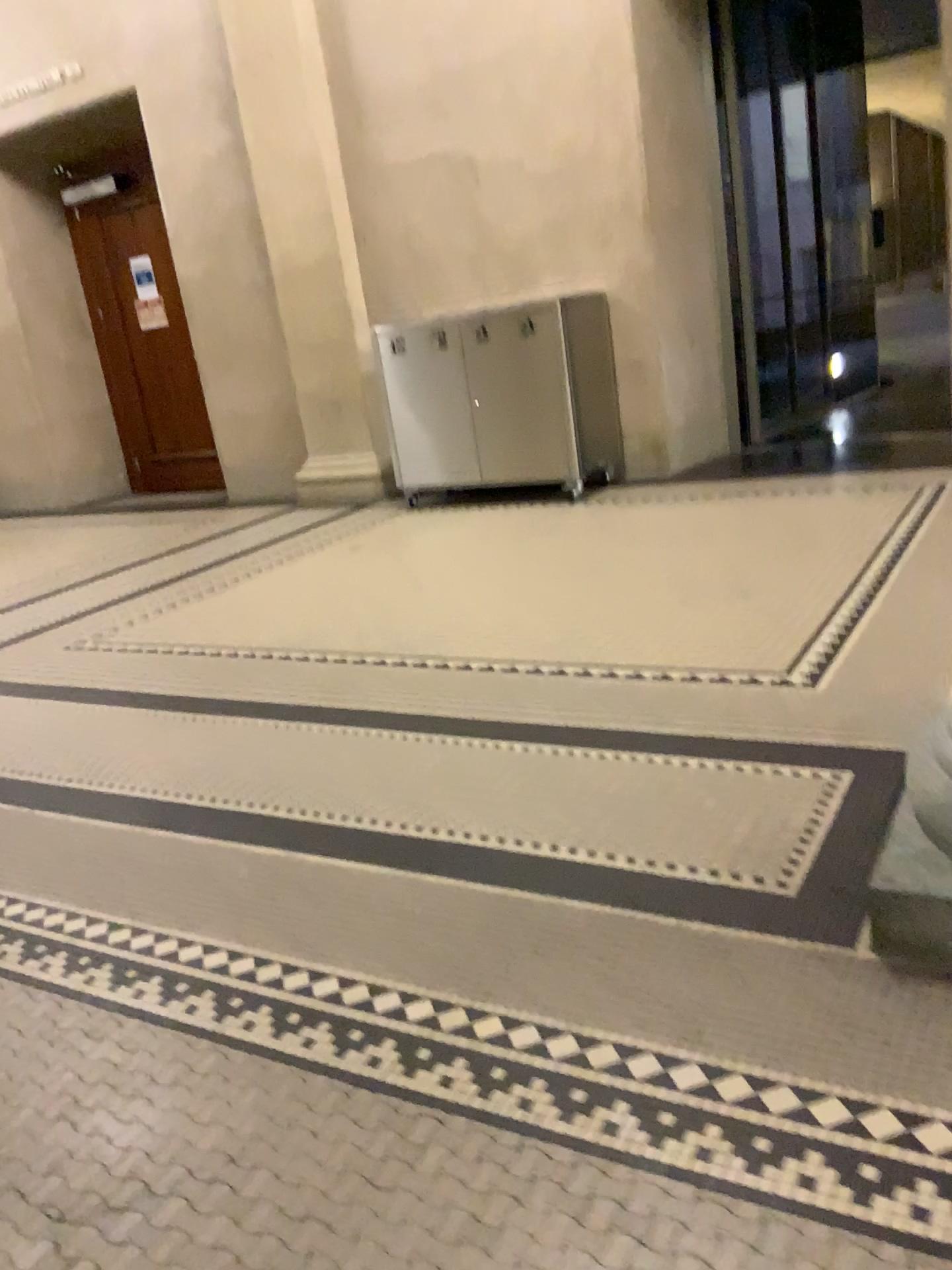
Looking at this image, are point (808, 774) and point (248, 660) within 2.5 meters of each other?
yes
